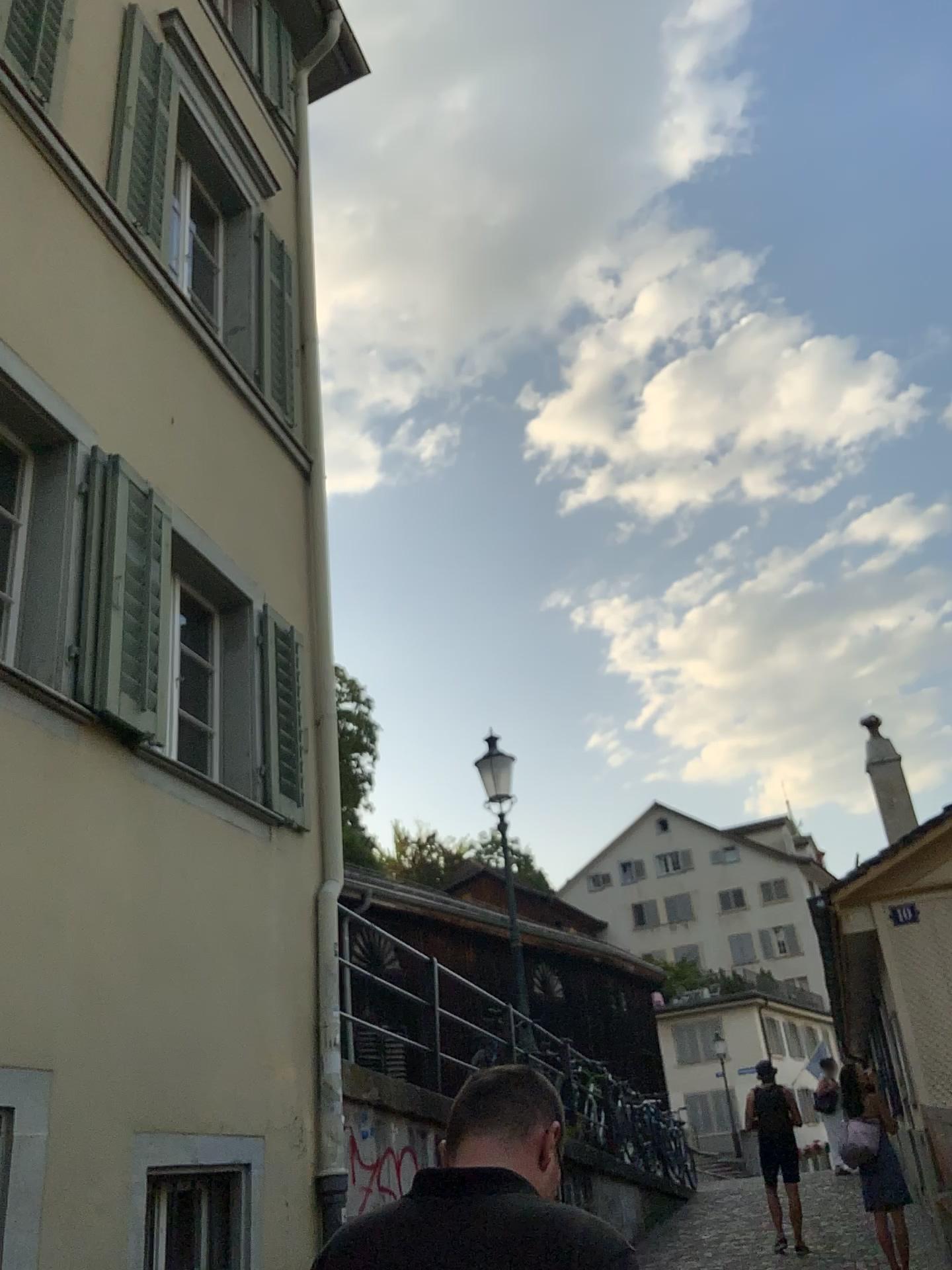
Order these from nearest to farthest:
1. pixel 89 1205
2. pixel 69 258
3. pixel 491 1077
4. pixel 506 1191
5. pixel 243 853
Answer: pixel 506 1191
pixel 491 1077
pixel 89 1205
pixel 69 258
pixel 243 853

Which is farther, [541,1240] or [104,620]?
[104,620]

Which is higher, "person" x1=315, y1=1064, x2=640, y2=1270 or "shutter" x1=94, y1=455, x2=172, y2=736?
"shutter" x1=94, y1=455, x2=172, y2=736

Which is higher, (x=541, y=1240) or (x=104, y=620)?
(x=104, y=620)

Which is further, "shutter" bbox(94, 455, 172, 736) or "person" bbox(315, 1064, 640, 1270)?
"shutter" bbox(94, 455, 172, 736)
